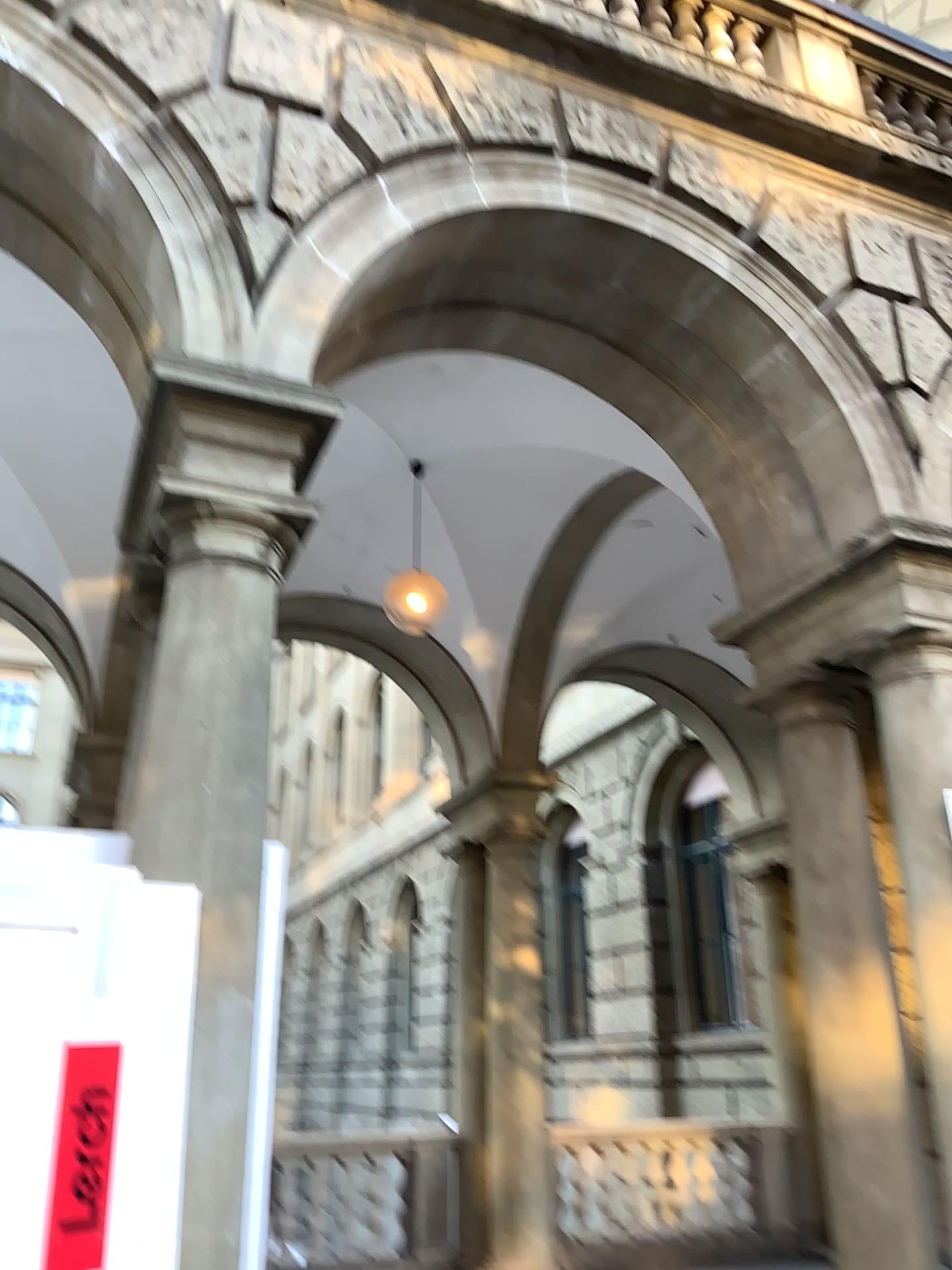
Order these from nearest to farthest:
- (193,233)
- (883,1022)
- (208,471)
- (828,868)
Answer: (208,471) < (193,233) < (883,1022) < (828,868)

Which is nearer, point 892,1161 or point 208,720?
point 208,720

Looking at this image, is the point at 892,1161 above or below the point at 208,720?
below

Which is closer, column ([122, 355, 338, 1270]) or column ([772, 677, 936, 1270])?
column ([122, 355, 338, 1270])
